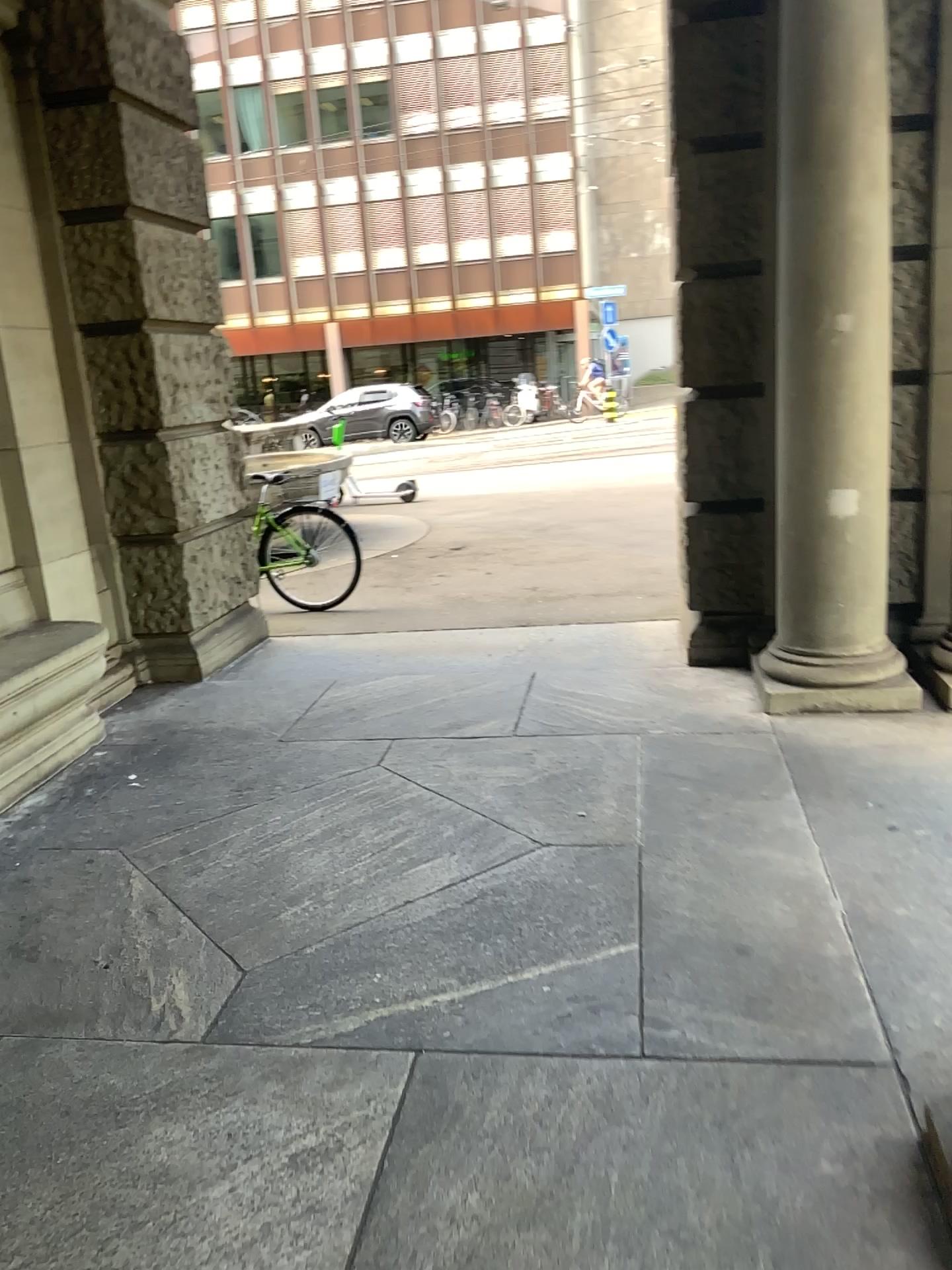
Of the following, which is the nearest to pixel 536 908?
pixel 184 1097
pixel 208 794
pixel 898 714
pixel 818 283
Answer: pixel 184 1097
